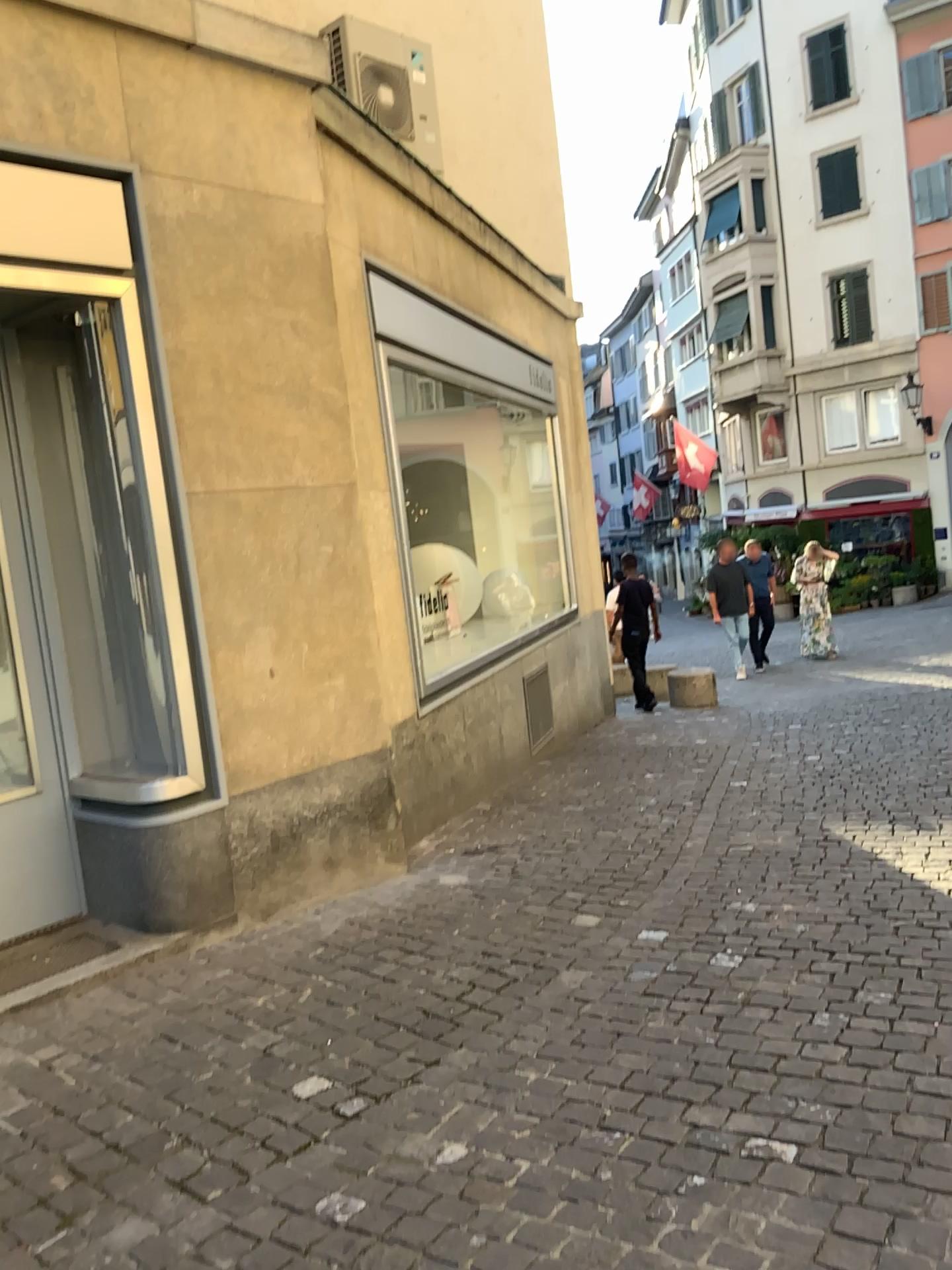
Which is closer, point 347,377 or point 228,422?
point 228,422
